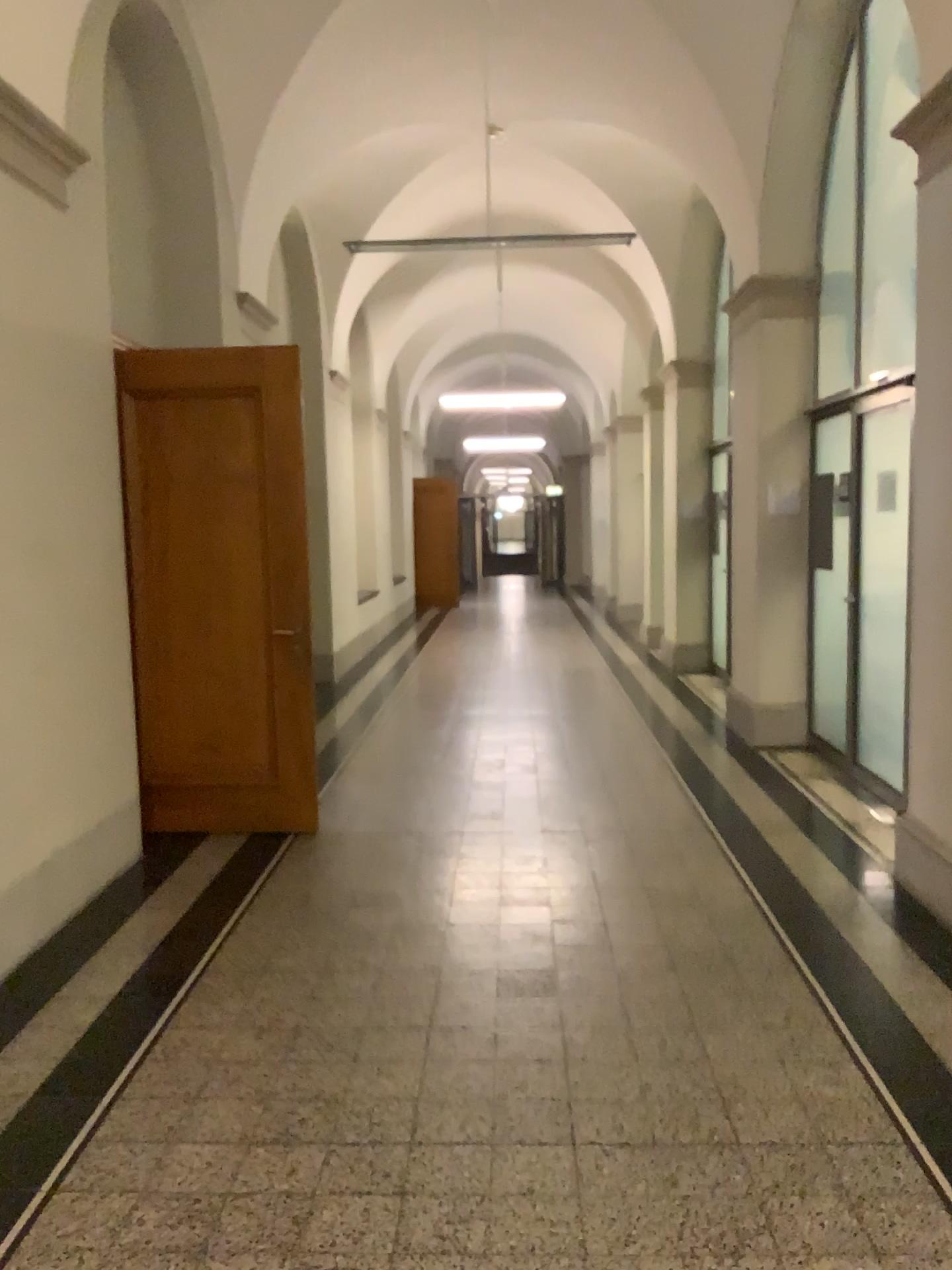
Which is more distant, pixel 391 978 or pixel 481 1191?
pixel 391 978
